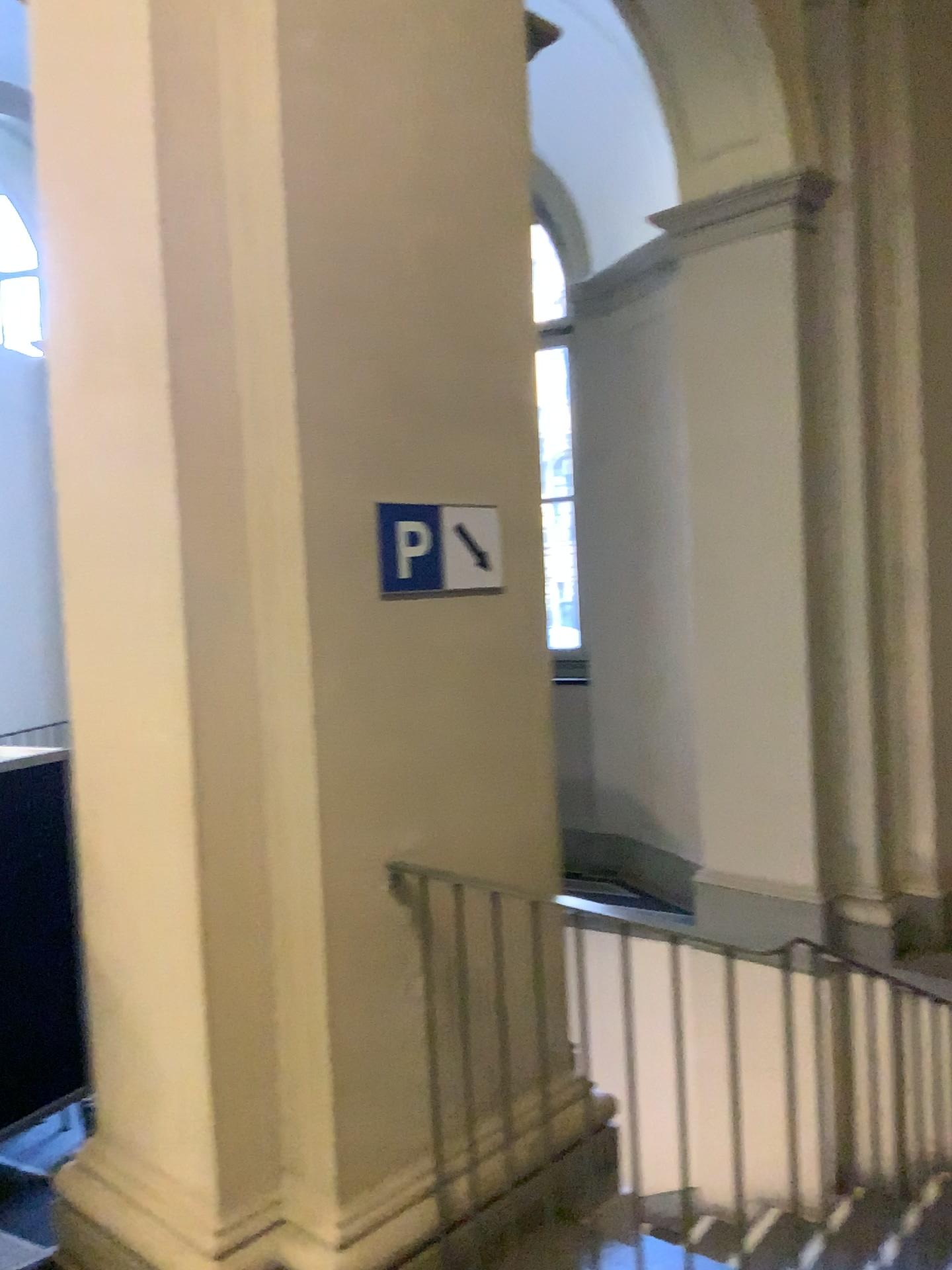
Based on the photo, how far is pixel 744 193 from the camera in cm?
439

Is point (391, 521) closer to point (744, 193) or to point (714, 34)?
point (744, 193)

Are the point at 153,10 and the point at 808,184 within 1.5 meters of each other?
no

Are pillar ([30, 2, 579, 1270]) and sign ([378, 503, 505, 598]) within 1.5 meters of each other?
yes

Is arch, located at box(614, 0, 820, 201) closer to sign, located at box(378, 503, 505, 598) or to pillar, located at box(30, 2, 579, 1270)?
pillar, located at box(30, 2, 579, 1270)

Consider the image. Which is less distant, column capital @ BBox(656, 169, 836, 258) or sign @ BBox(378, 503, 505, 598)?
sign @ BBox(378, 503, 505, 598)

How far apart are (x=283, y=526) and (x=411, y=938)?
1.0m

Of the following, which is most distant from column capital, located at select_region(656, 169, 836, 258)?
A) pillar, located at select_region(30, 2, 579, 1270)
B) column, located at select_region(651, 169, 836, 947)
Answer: pillar, located at select_region(30, 2, 579, 1270)

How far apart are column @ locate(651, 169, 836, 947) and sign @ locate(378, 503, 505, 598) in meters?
2.1 m

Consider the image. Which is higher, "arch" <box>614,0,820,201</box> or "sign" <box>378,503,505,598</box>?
"arch" <box>614,0,820,201</box>
